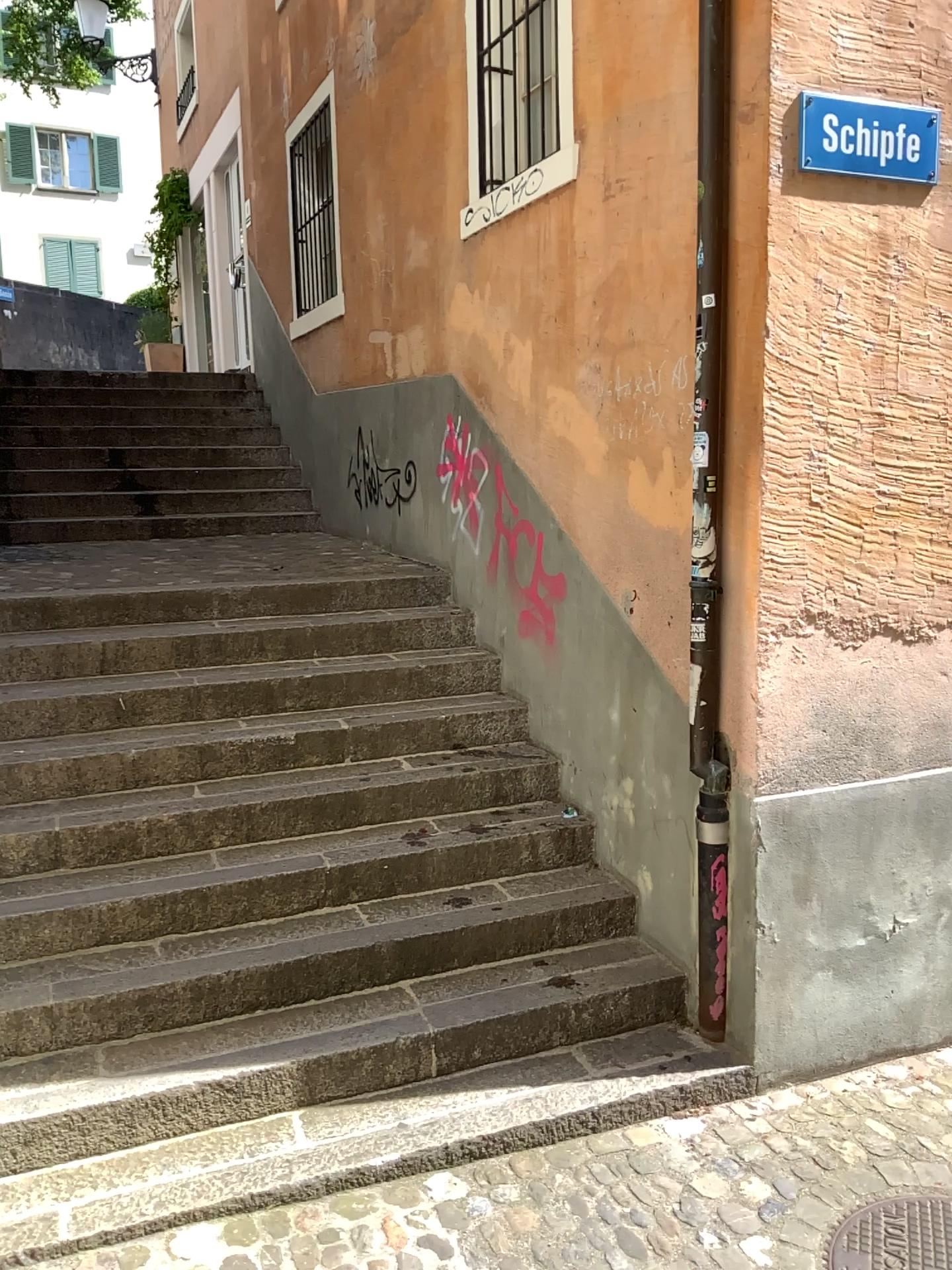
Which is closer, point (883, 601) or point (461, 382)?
Answer: point (883, 601)

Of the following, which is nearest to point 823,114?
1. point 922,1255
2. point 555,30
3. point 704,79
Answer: point 704,79

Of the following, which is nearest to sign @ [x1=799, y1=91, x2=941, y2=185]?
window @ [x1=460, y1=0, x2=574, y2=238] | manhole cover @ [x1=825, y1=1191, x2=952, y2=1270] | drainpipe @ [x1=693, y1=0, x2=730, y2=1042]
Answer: drainpipe @ [x1=693, y1=0, x2=730, y2=1042]

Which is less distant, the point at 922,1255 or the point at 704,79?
the point at 922,1255

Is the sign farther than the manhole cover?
Yes

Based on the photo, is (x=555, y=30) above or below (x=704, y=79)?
above

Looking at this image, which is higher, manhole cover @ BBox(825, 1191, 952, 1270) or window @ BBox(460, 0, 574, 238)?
window @ BBox(460, 0, 574, 238)

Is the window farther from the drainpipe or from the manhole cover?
the manhole cover

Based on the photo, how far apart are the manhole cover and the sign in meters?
2.9

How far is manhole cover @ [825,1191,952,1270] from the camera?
2.6m
